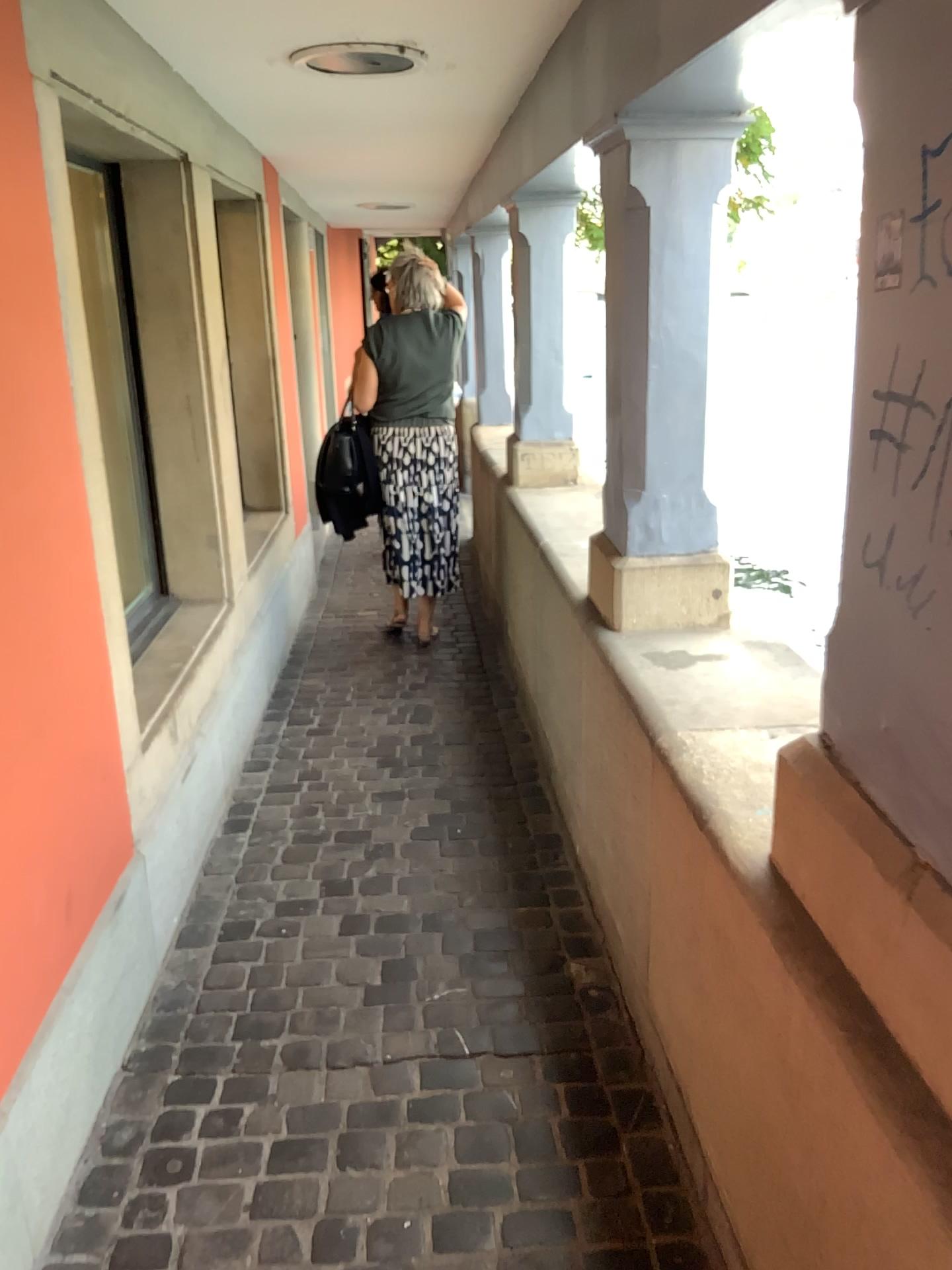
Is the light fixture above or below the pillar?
above

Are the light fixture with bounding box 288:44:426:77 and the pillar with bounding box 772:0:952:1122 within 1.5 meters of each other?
no

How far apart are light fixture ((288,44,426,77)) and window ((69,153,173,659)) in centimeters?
65cm

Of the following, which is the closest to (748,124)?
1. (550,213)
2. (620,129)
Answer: (620,129)

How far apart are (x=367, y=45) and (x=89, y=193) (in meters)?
0.94

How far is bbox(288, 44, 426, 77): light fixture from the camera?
2.92m

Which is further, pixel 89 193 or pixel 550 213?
pixel 550 213

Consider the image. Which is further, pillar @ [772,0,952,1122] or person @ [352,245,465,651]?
person @ [352,245,465,651]

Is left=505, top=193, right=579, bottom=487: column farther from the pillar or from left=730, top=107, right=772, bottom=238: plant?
the pillar

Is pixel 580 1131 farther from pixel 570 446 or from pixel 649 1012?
pixel 570 446
